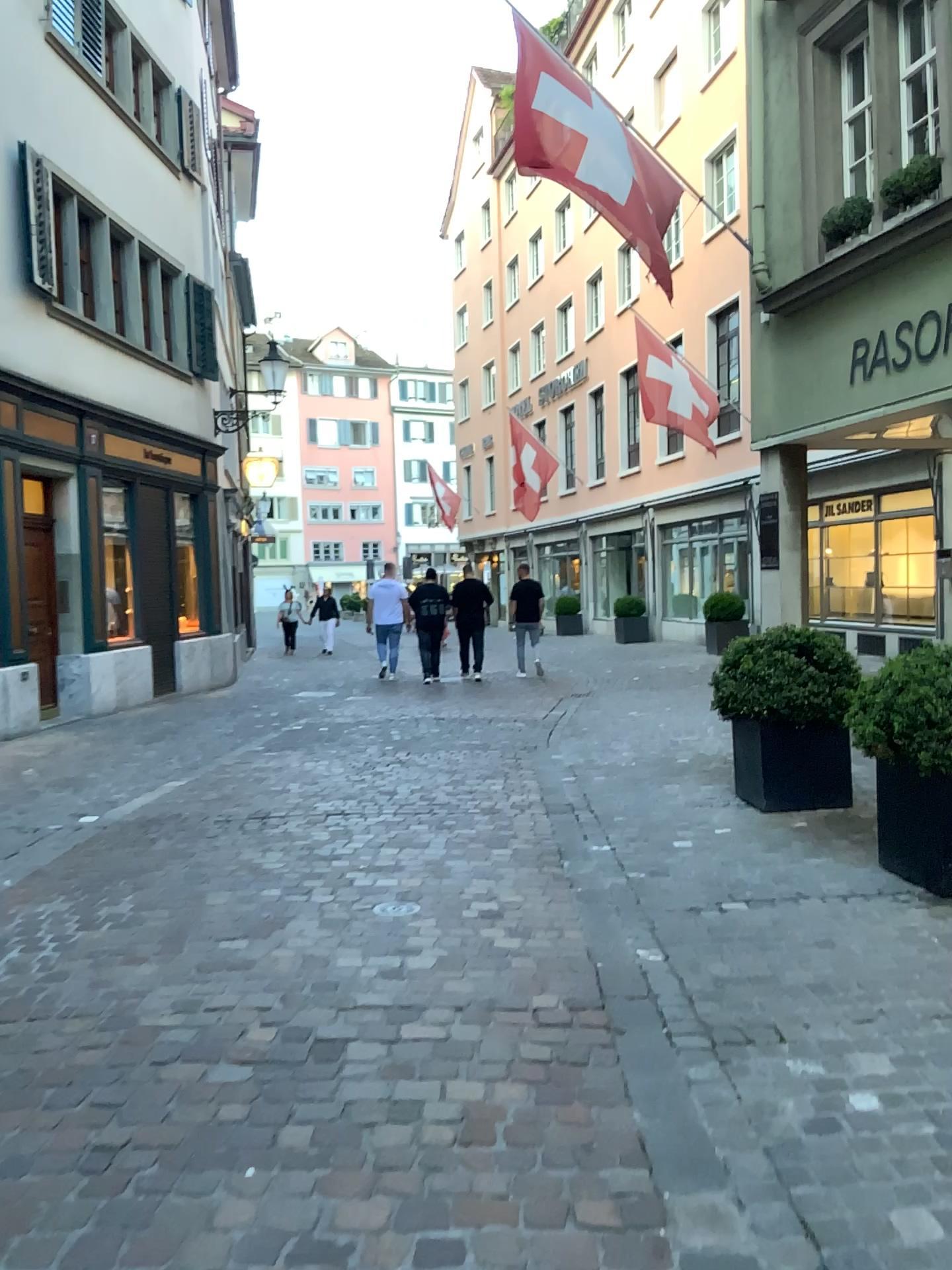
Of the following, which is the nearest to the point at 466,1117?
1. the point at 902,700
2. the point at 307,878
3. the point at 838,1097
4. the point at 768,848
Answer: the point at 838,1097
